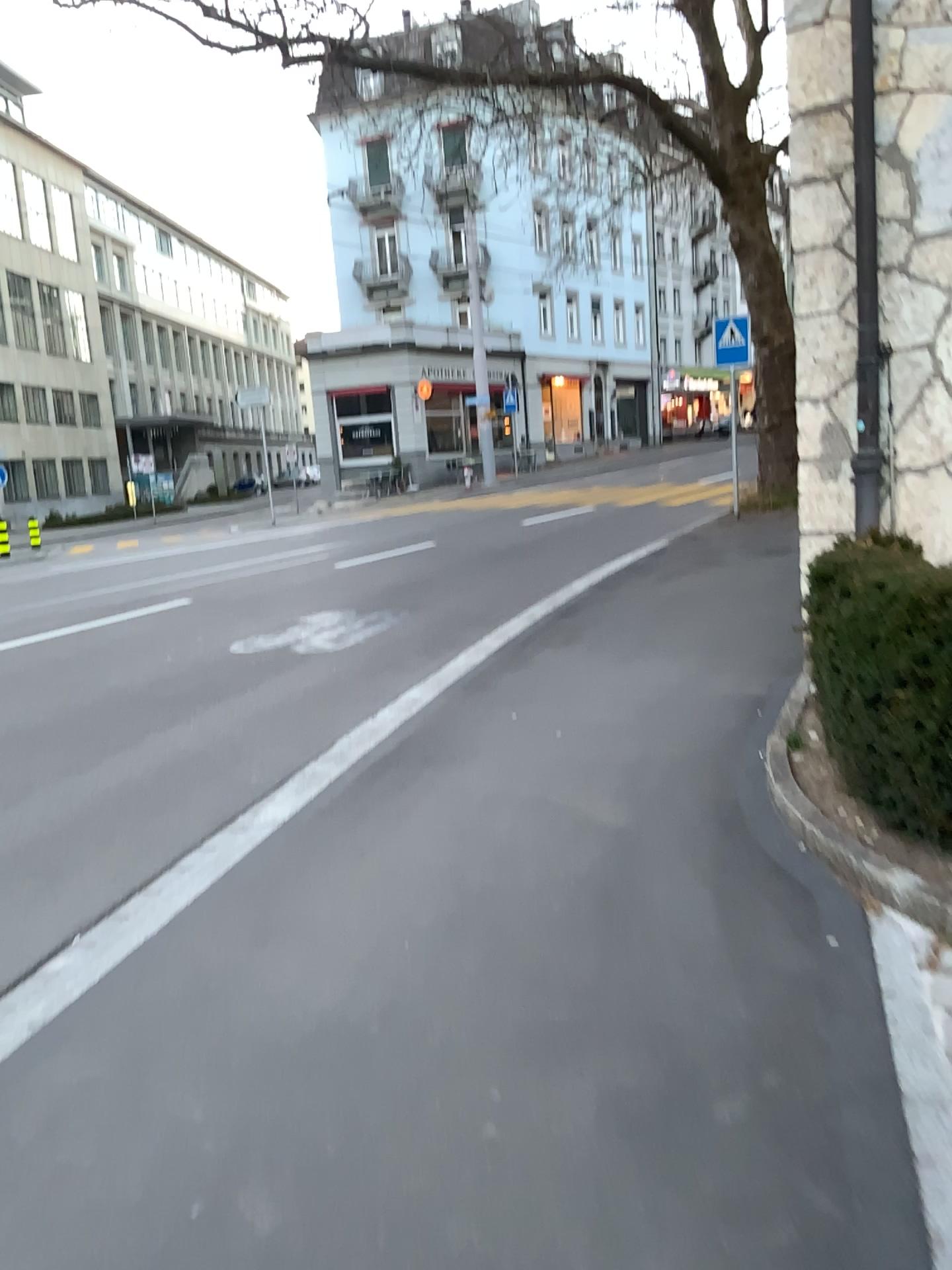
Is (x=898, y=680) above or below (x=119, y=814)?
above
